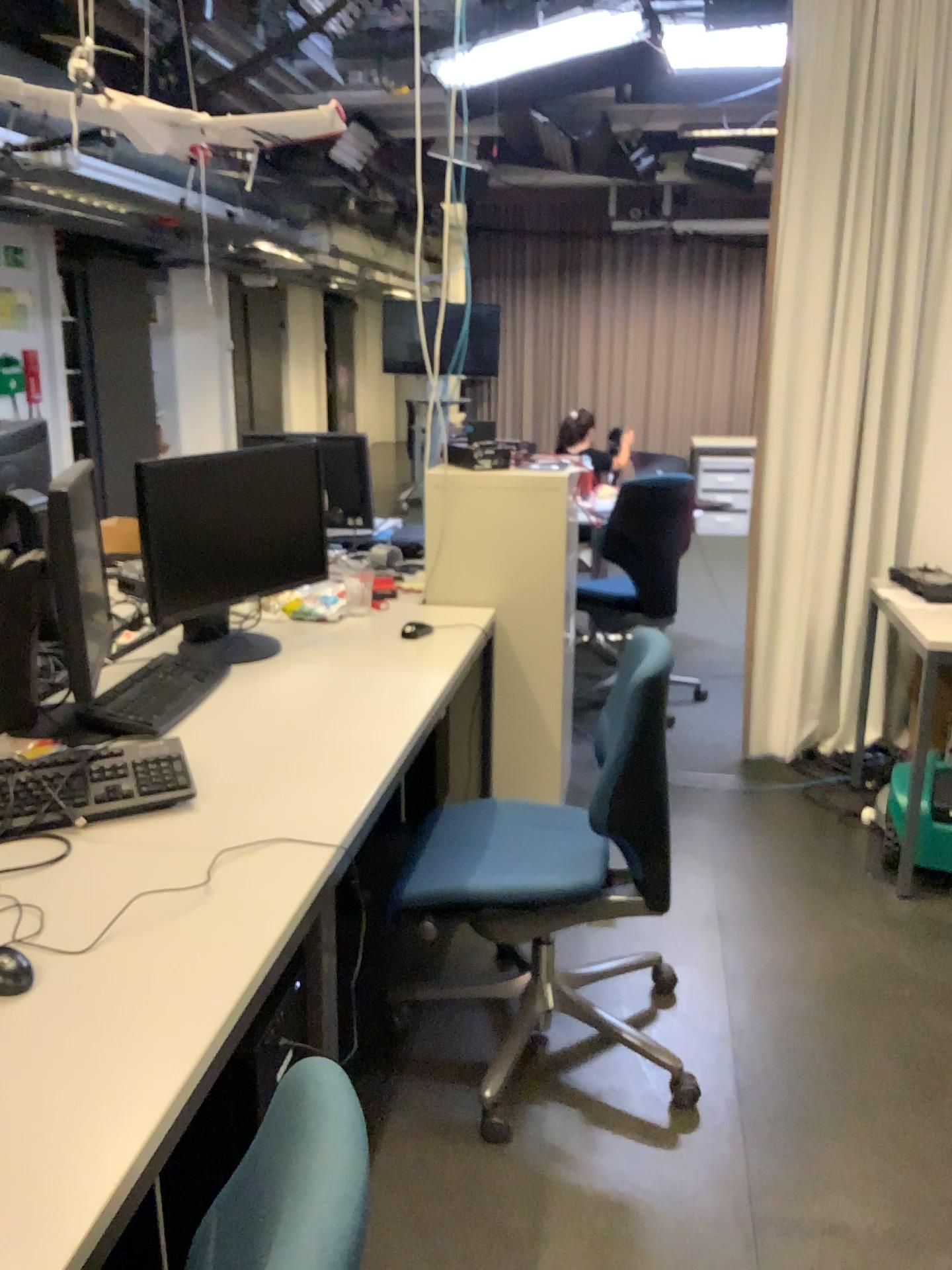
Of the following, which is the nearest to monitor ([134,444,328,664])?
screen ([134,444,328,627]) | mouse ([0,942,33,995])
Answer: screen ([134,444,328,627])

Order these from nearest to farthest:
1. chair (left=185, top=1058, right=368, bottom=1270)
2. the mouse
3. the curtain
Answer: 1. chair (left=185, top=1058, right=368, bottom=1270)
2. the mouse
3. the curtain

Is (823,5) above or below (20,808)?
above

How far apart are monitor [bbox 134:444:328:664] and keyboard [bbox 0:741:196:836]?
0.55m

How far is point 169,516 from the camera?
2.4 meters

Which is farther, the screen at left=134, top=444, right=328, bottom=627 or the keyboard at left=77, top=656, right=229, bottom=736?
the screen at left=134, top=444, right=328, bottom=627

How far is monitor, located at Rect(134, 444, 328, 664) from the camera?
2.4m

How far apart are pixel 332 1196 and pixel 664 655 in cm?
142

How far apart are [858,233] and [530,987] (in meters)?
2.62

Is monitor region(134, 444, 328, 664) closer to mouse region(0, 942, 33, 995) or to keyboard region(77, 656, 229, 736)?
keyboard region(77, 656, 229, 736)
